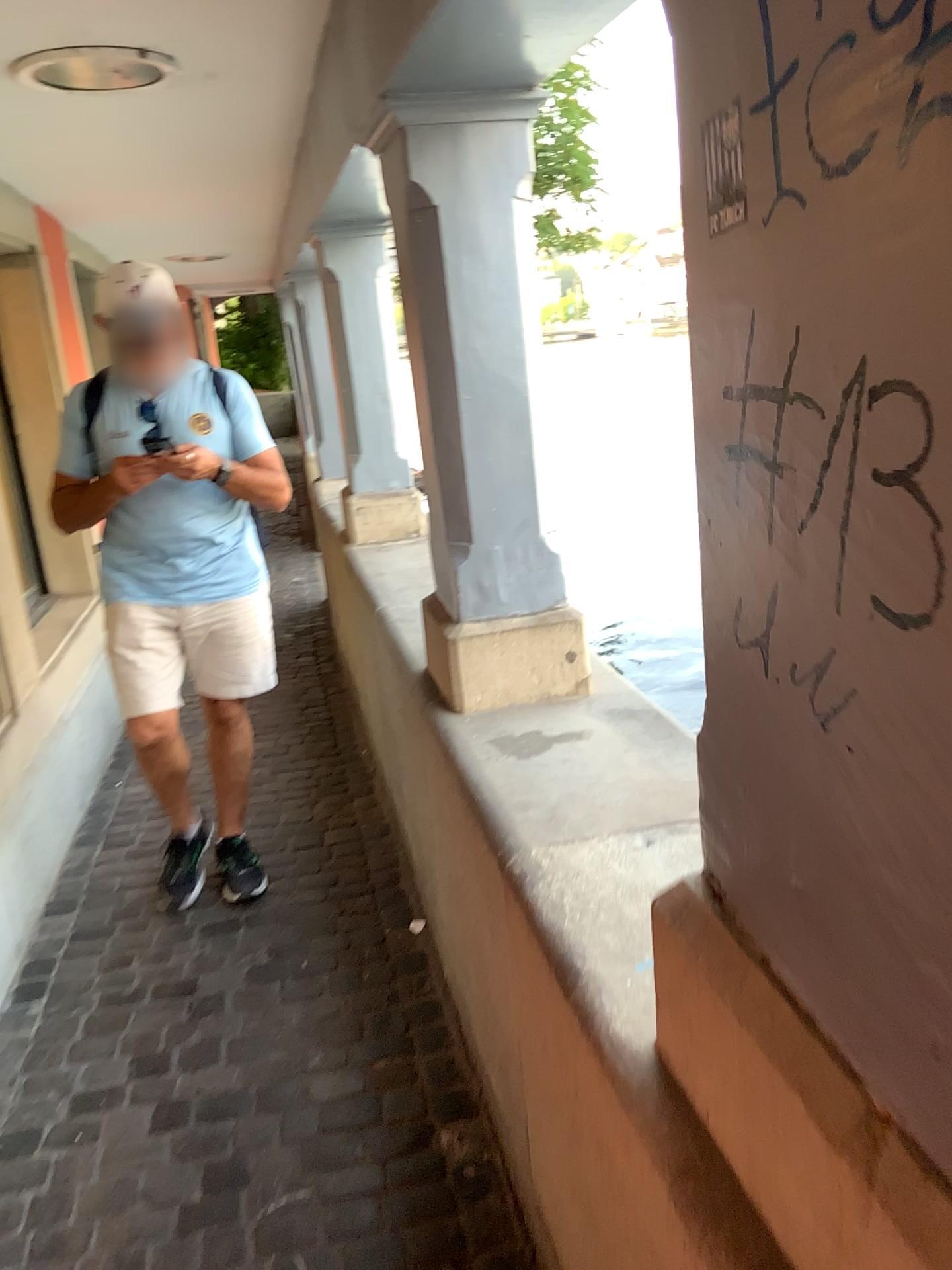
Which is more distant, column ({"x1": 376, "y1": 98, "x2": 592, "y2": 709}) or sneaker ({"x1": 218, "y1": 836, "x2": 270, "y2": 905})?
sneaker ({"x1": 218, "y1": 836, "x2": 270, "y2": 905})

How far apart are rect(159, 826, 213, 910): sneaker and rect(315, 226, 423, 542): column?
1.24m

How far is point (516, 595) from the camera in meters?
2.1

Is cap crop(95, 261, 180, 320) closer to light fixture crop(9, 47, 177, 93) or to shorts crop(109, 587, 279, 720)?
light fixture crop(9, 47, 177, 93)

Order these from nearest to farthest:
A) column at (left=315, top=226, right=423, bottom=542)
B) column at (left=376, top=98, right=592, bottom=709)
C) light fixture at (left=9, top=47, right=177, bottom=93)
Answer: column at (left=376, top=98, right=592, bottom=709), light fixture at (left=9, top=47, right=177, bottom=93), column at (left=315, top=226, right=423, bottom=542)

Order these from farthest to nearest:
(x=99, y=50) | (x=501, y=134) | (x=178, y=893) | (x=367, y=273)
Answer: (x=367, y=273), (x=178, y=893), (x=99, y=50), (x=501, y=134)

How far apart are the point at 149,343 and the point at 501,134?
1.1m

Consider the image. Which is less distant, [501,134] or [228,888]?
[501,134]

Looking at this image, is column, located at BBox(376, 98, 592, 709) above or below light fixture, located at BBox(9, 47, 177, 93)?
below

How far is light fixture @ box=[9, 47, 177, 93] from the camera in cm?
240
